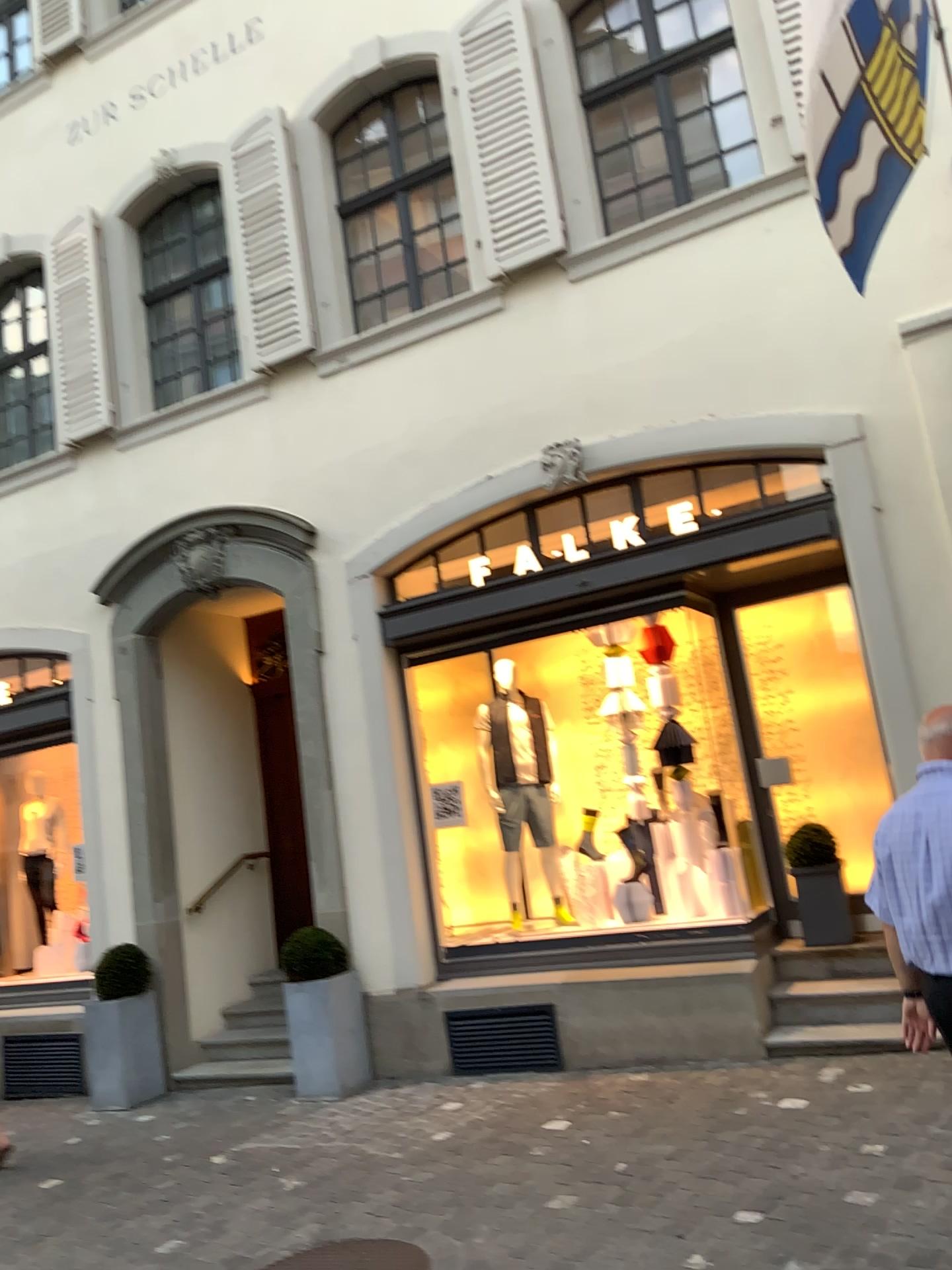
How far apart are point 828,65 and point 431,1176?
4.8m
